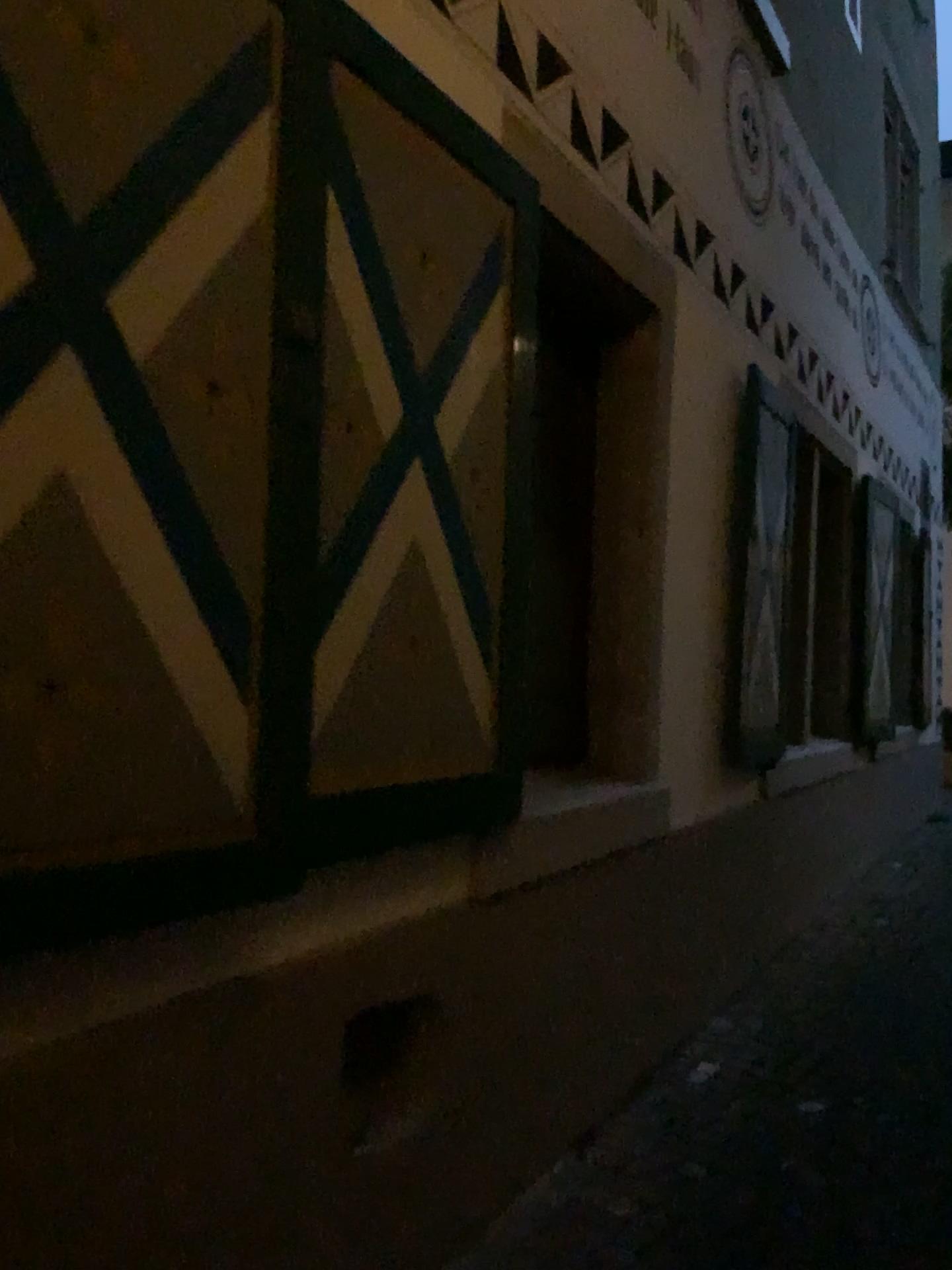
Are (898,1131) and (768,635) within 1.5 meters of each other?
no
